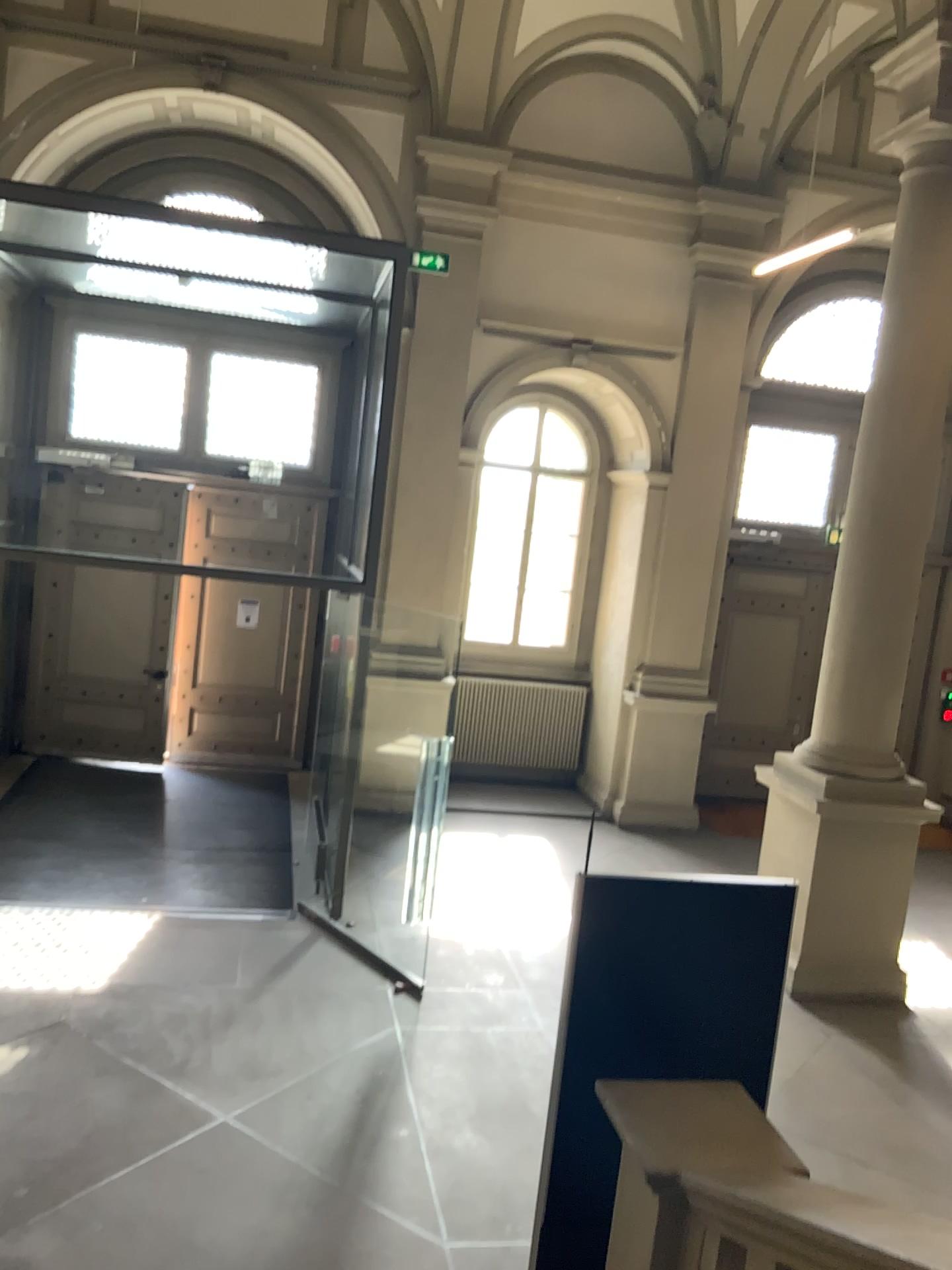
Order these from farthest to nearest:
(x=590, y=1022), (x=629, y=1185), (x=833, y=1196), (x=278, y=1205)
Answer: (x=278, y=1205)
(x=590, y=1022)
(x=629, y=1185)
(x=833, y=1196)
